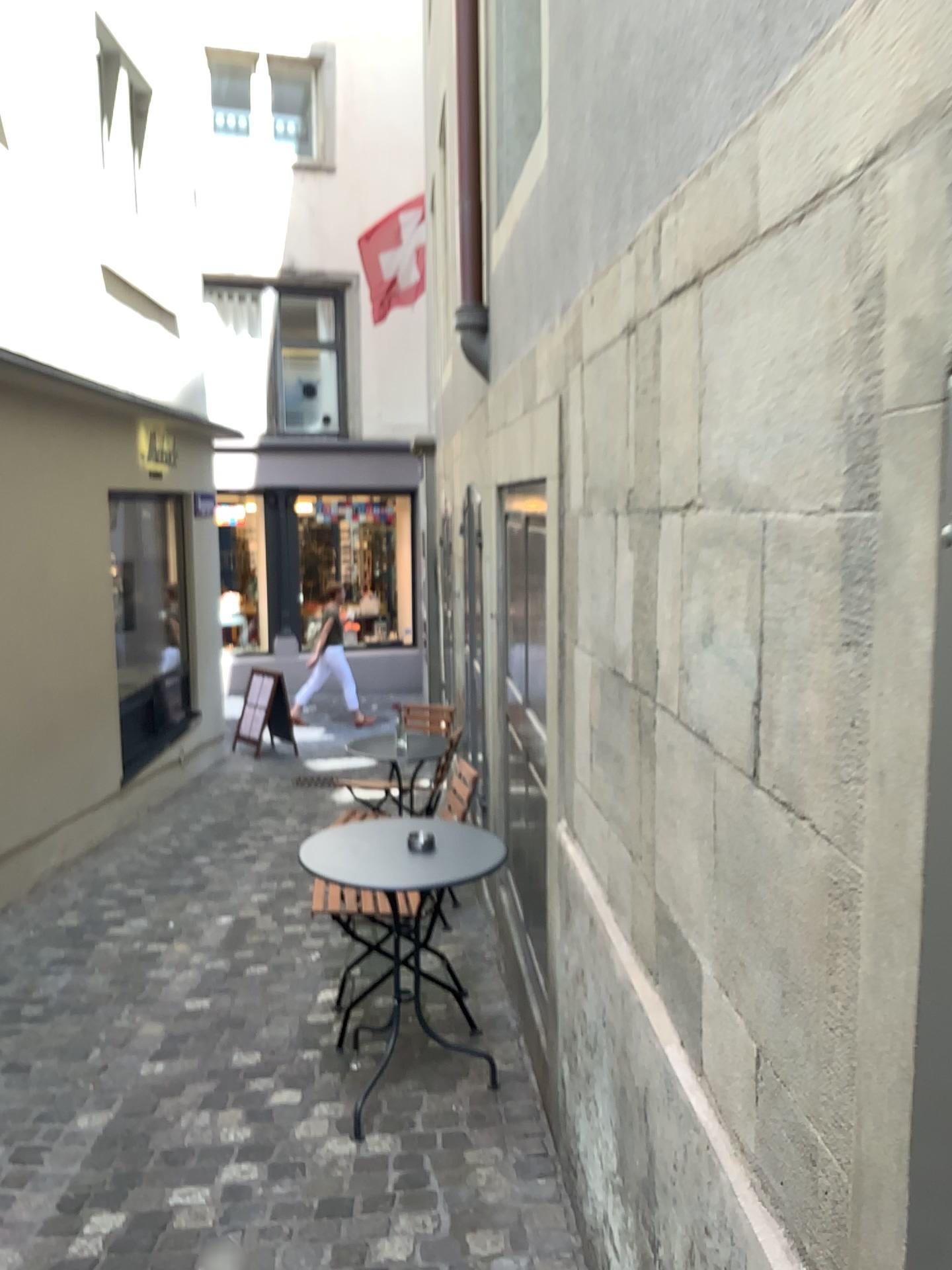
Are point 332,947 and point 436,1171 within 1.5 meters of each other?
no
